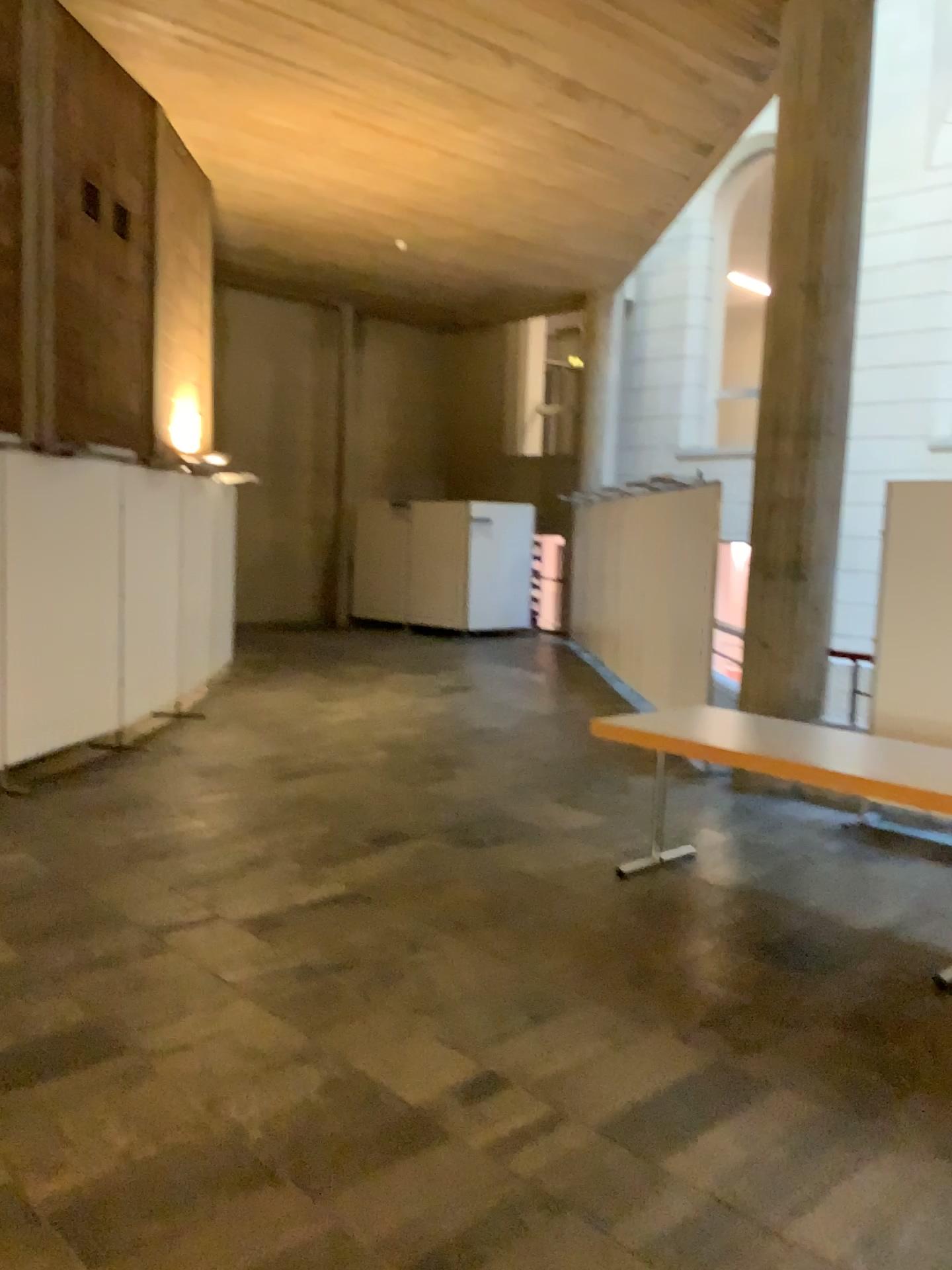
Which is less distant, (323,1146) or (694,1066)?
(323,1146)
